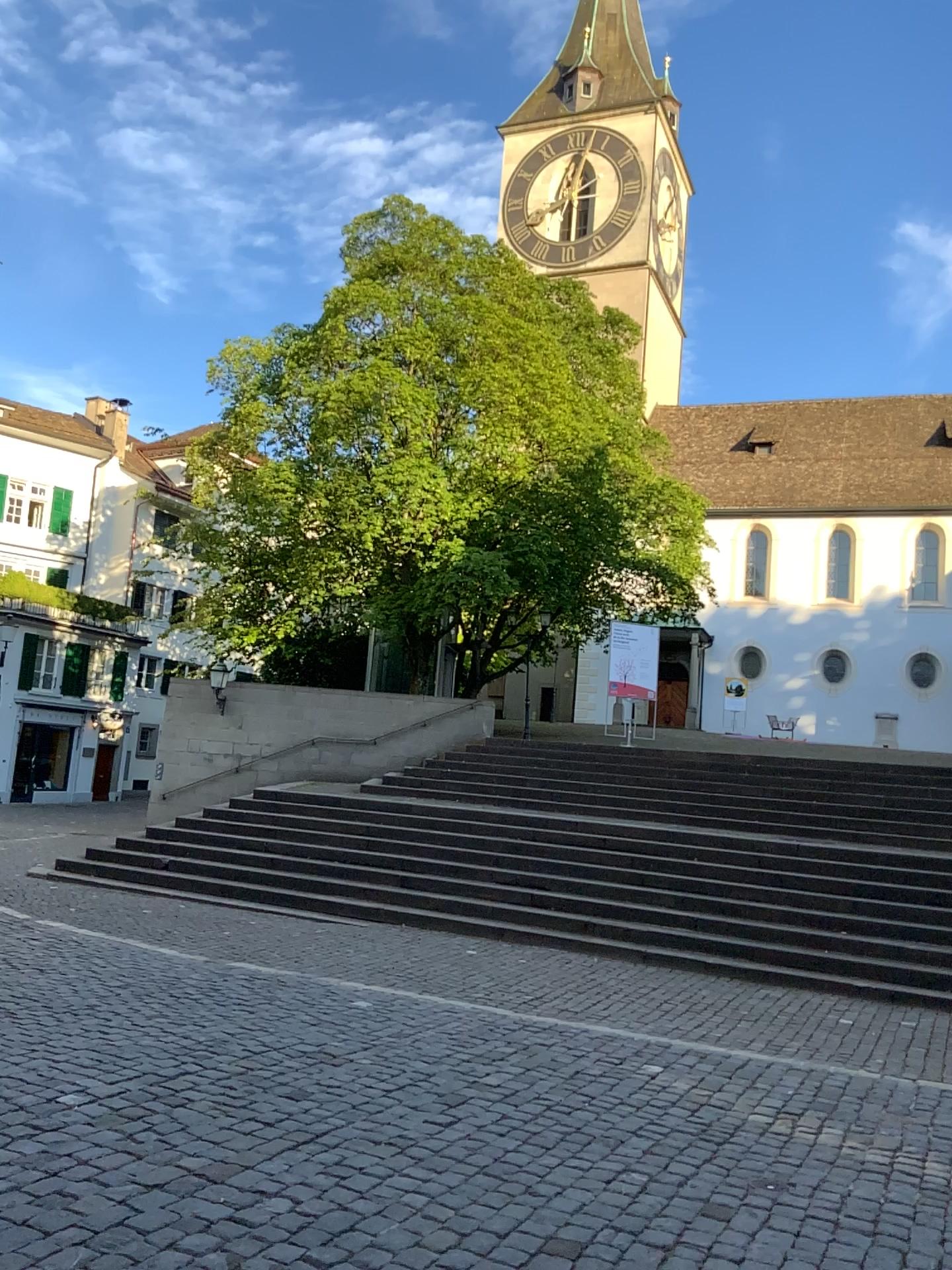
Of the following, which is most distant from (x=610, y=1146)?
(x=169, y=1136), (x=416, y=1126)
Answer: (x=169, y=1136)
